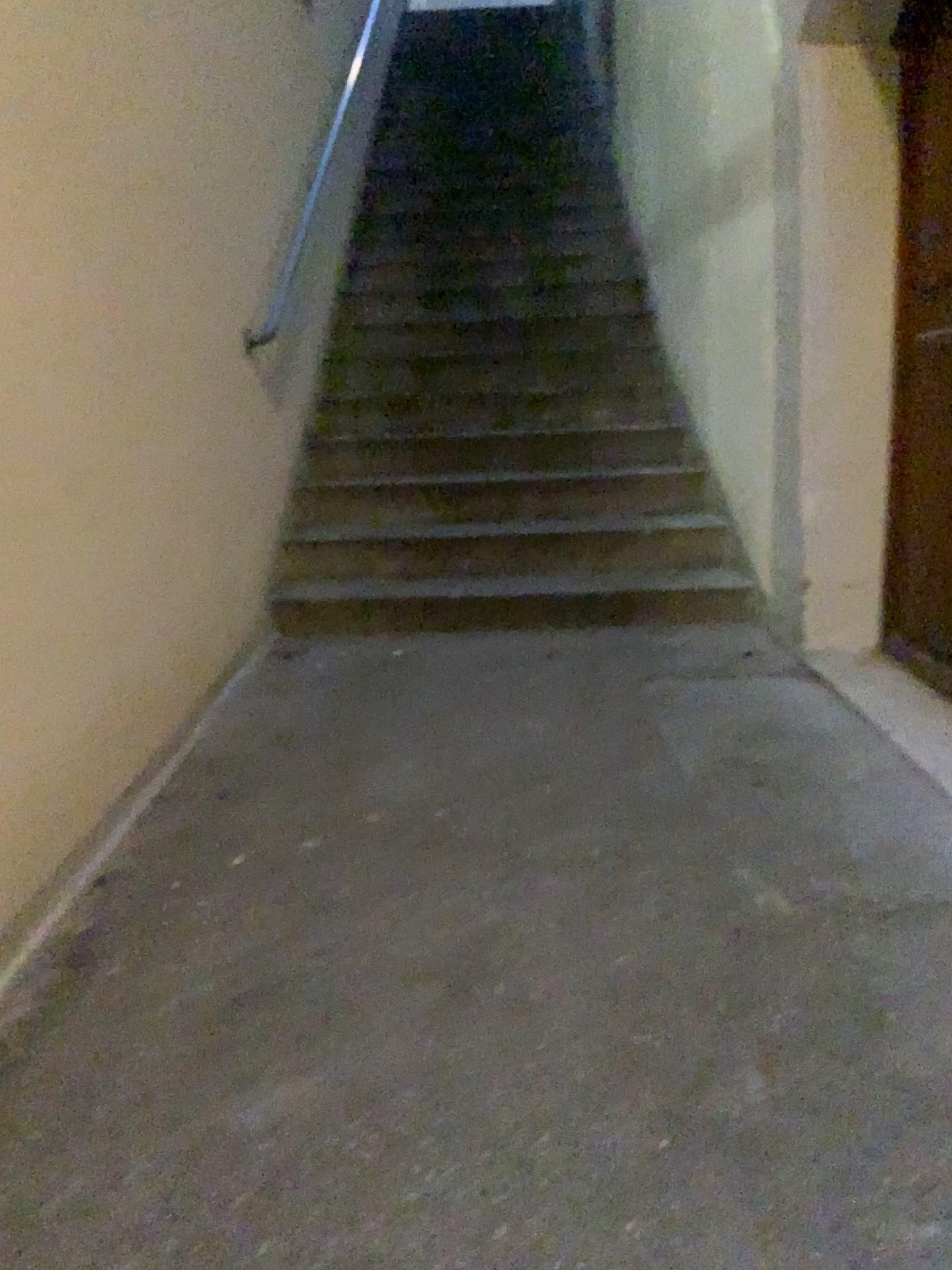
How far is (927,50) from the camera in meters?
2.8

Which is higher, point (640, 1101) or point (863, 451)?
point (863, 451)

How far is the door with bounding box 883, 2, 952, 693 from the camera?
2.8 meters
